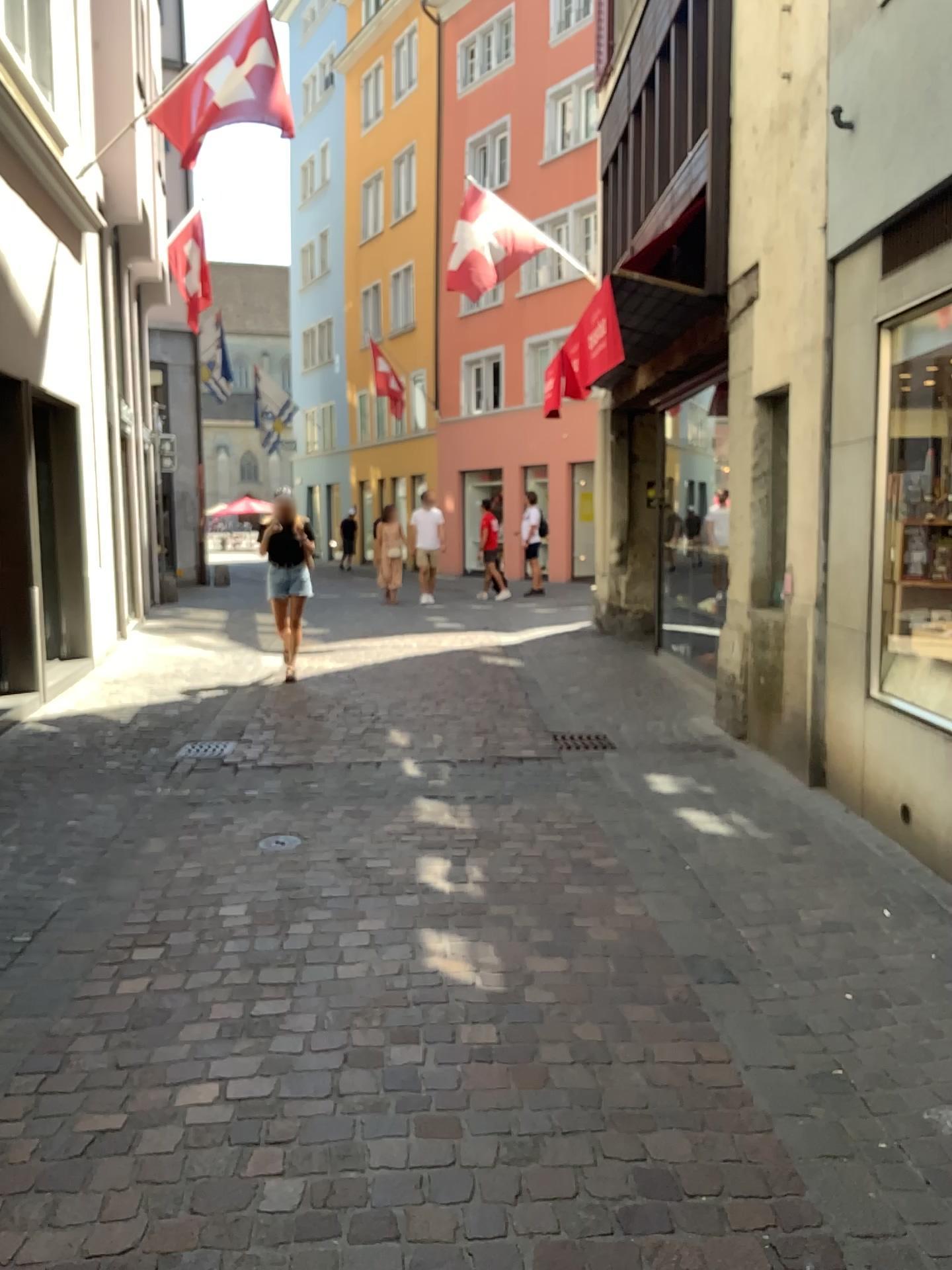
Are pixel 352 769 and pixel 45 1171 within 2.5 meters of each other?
no
